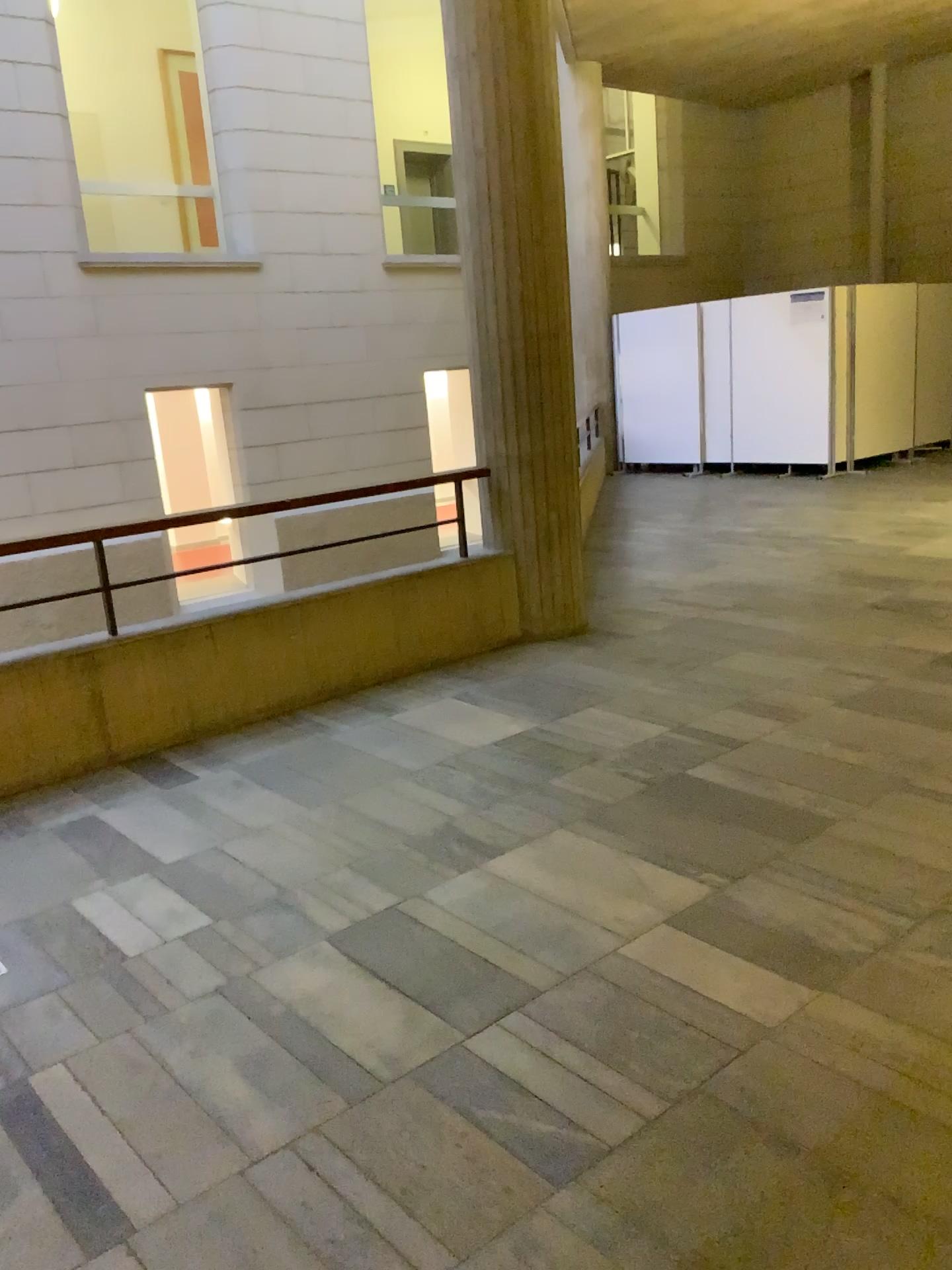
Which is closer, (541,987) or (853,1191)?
(853,1191)
